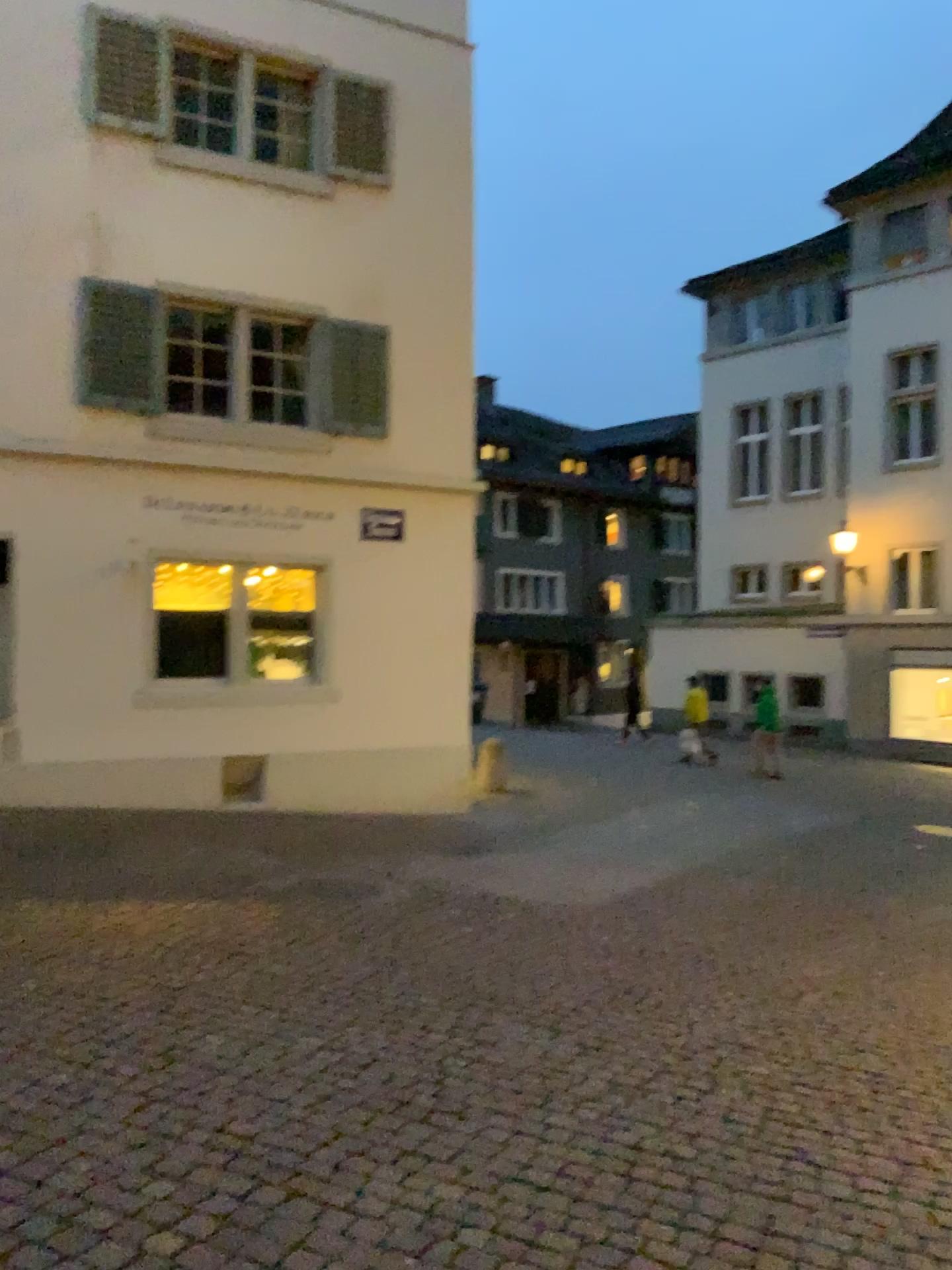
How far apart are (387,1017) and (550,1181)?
1.4 meters
